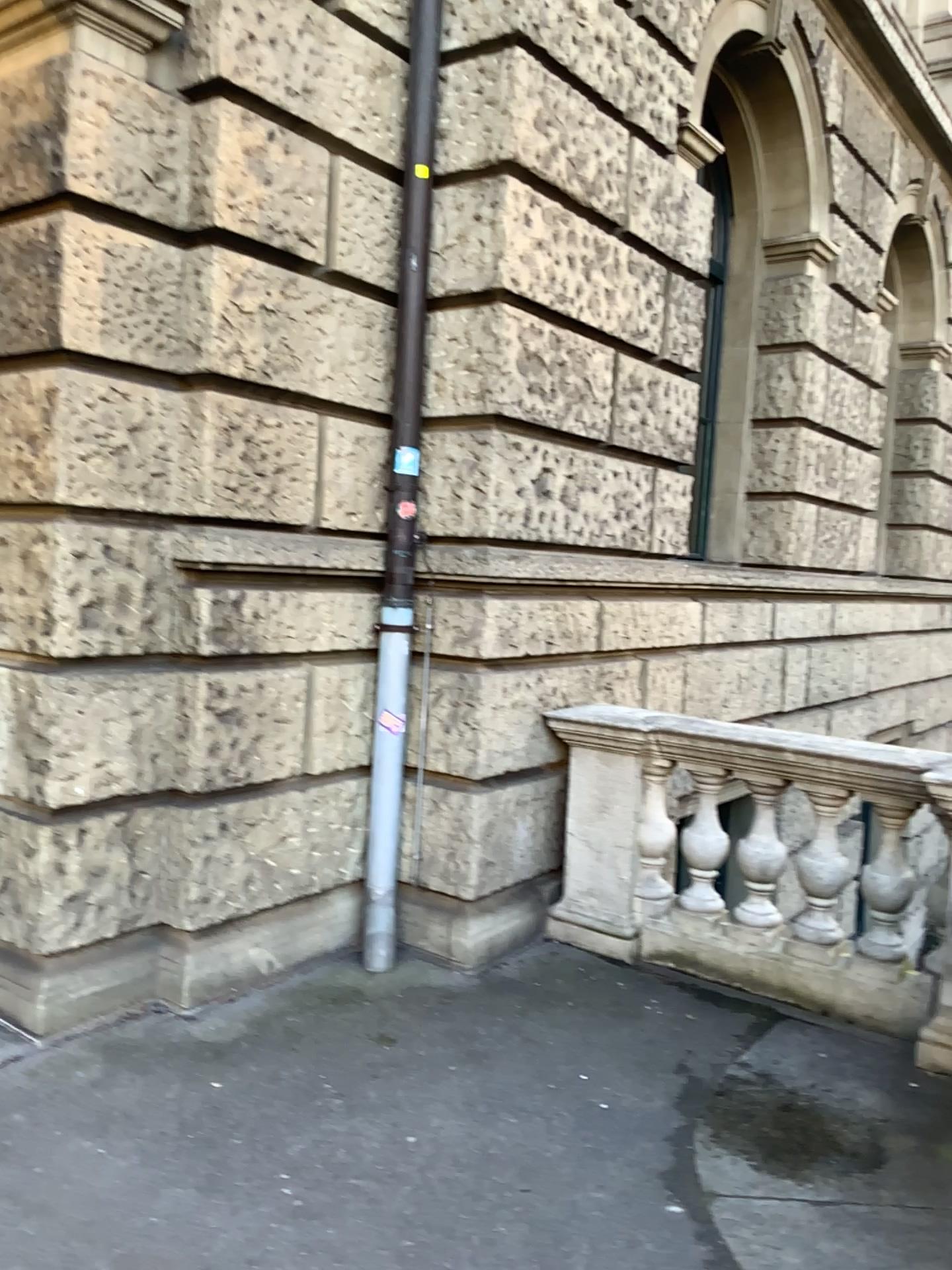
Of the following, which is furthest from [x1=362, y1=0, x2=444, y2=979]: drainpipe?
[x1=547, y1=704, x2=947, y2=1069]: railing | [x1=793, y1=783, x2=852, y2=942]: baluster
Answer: [x1=793, y1=783, x2=852, y2=942]: baluster

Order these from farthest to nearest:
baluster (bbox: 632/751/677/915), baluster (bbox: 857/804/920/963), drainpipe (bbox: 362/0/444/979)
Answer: baluster (bbox: 632/751/677/915)
drainpipe (bbox: 362/0/444/979)
baluster (bbox: 857/804/920/963)

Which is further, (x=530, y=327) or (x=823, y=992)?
(x=530, y=327)

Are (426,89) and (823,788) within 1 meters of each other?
no

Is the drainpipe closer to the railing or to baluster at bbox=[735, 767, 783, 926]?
the railing

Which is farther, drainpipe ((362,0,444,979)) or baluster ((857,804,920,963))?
drainpipe ((362,0,444,979))

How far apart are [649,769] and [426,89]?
3.0 meters

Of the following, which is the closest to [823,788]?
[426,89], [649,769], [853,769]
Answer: [853,769]

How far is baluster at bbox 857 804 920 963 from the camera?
4.0 meters

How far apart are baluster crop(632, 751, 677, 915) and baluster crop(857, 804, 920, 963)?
0.9m
